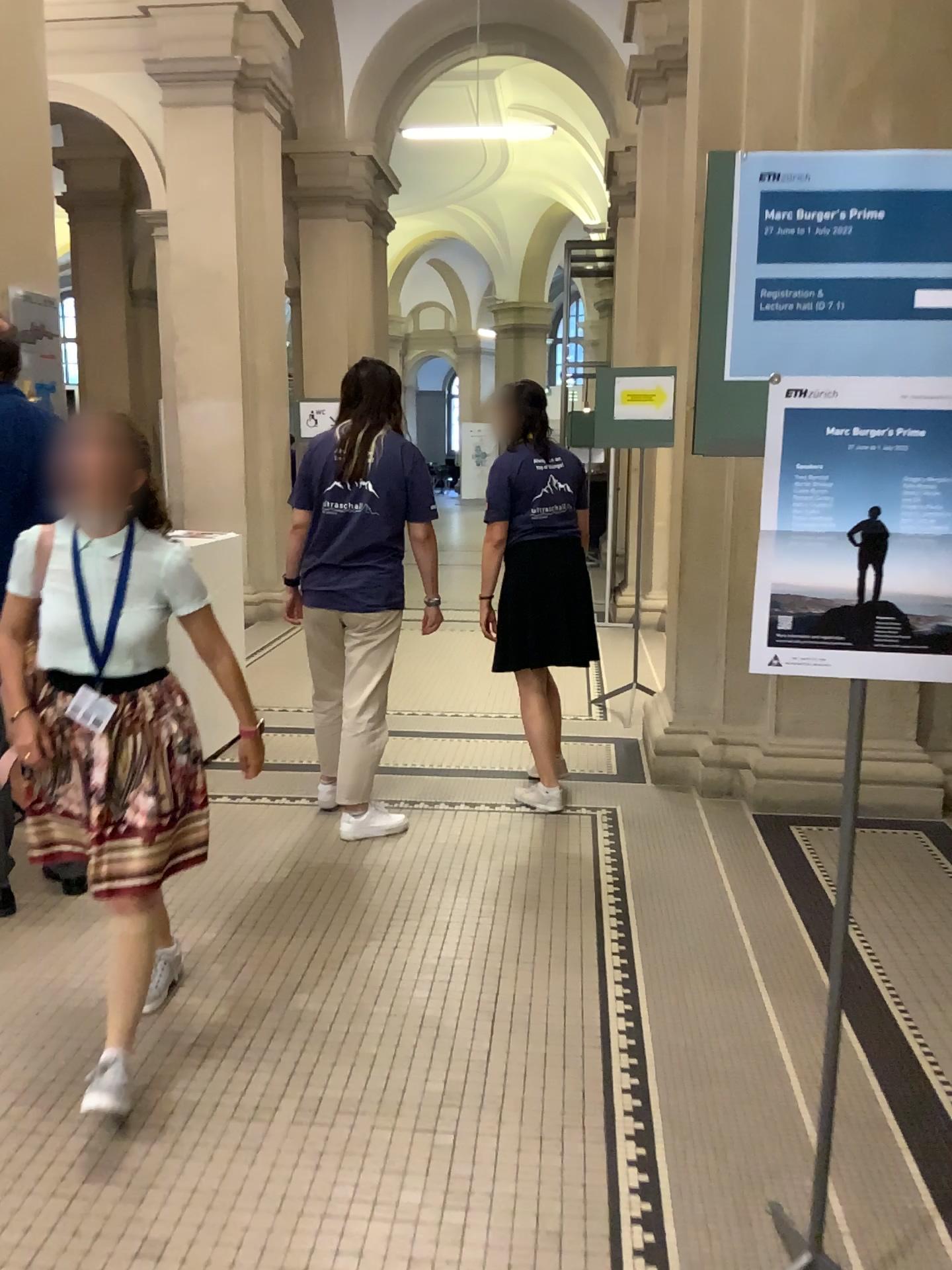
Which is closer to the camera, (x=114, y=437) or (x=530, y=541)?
(x=114, y=437)

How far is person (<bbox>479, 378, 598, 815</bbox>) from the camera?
4.1 meters

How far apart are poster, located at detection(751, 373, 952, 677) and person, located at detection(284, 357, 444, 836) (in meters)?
2.30

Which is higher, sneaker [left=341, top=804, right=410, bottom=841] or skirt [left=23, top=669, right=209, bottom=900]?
skirt [left=23, top=669, right=209, bottom=900]

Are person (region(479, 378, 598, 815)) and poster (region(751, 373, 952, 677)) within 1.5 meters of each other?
no

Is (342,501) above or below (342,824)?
above

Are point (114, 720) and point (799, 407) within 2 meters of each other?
yes

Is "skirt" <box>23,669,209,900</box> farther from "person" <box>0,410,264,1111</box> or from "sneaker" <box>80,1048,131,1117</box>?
"sneaker" <box>80,1048,131,1117</box>

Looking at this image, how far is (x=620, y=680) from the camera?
5.59m

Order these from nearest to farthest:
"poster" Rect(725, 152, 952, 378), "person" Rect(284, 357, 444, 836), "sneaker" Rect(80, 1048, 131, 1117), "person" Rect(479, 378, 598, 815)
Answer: "poster" Rect(725, 152, 952, 378) → "sneaker" Rect(80, 1048, 131, 1117) → "person" Rect(284, 357, 444, 836) → "person" Rect(479, 378, 598, 815)
